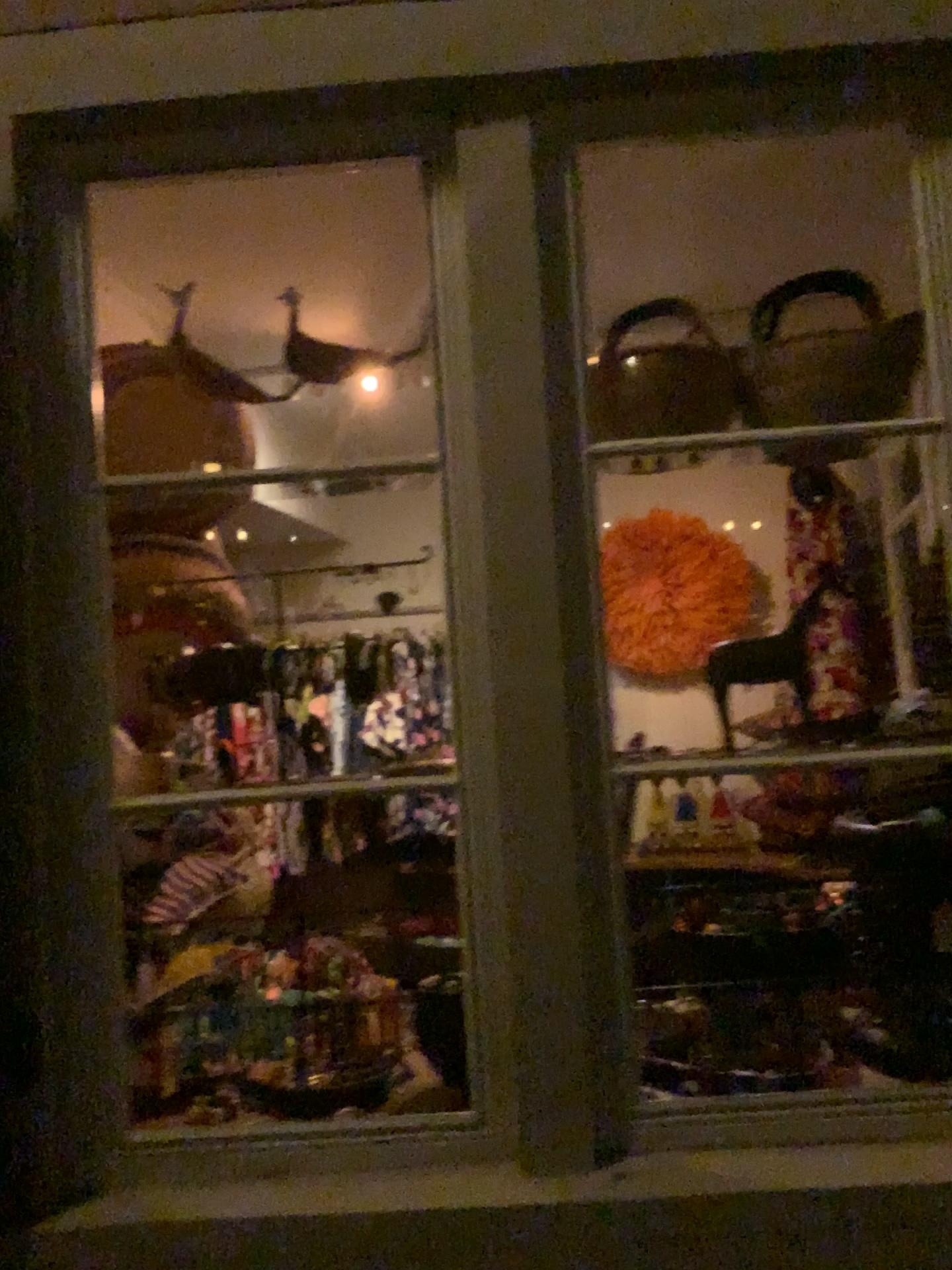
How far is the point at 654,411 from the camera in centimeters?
159cm

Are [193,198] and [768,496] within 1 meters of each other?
no

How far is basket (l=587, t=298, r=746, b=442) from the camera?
1.59m
